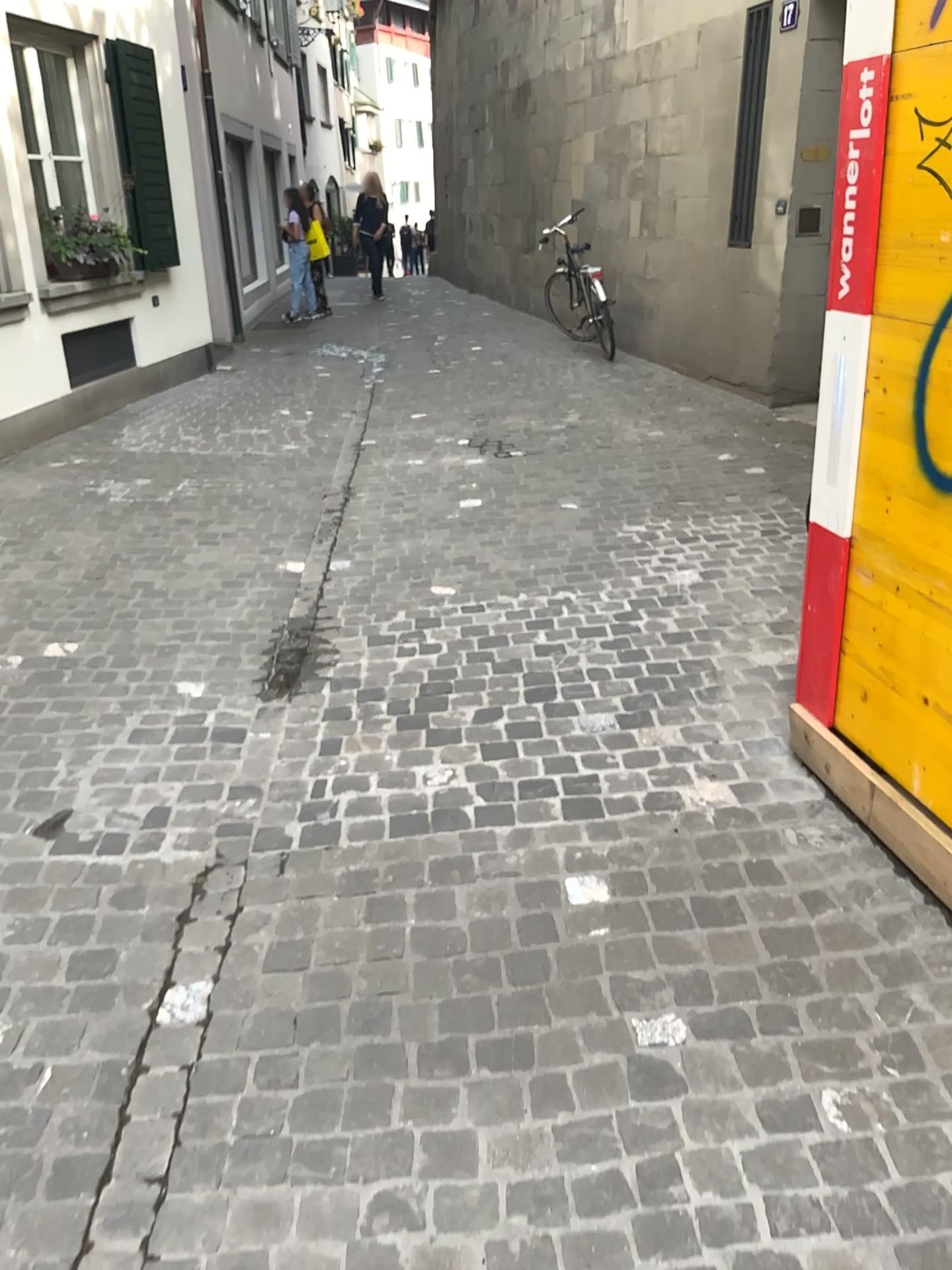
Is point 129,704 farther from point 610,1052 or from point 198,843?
point 610,1052
